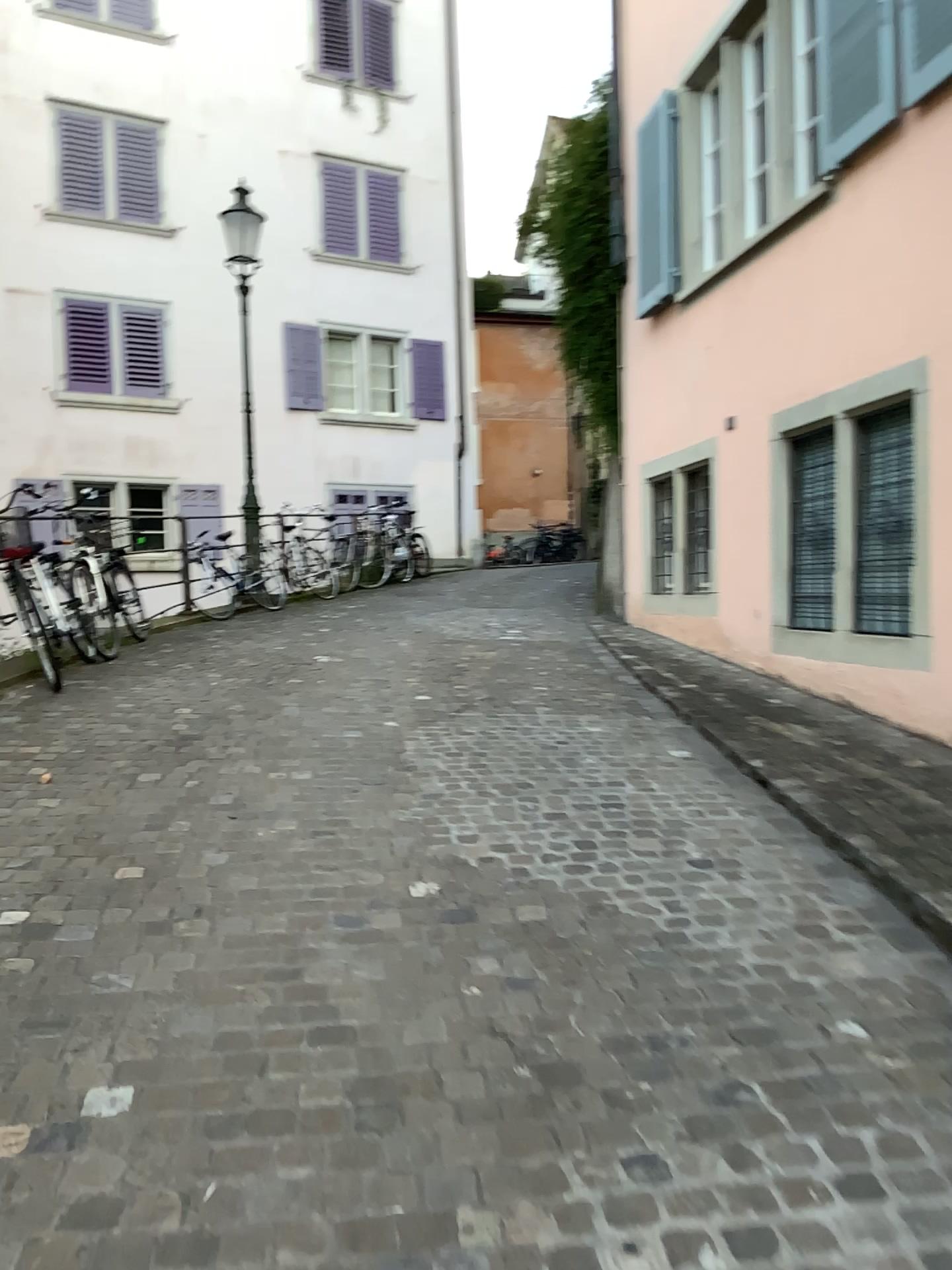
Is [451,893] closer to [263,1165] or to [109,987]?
[109,987]
